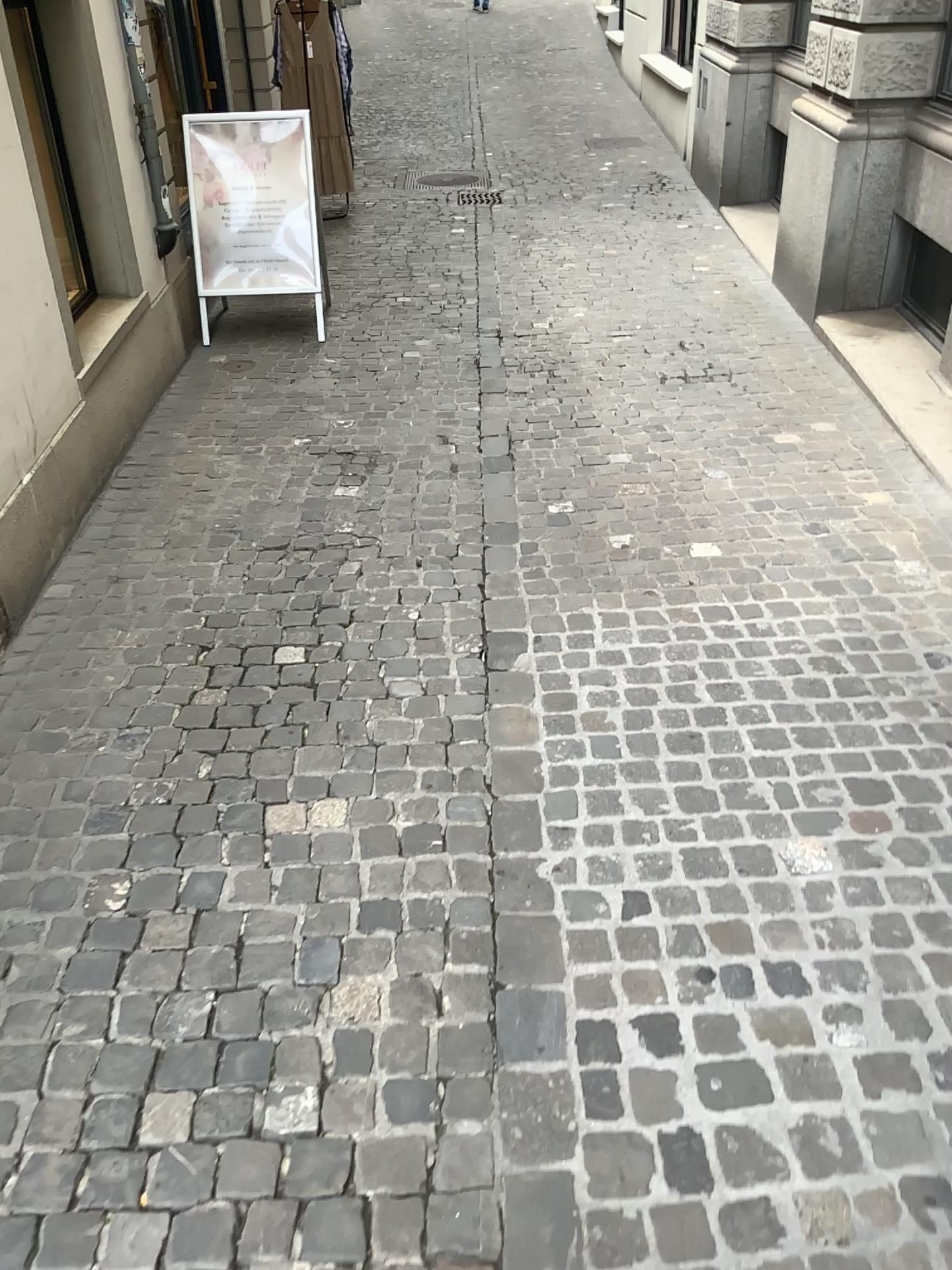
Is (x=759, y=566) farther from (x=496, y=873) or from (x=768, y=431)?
(x=496, y=873)
